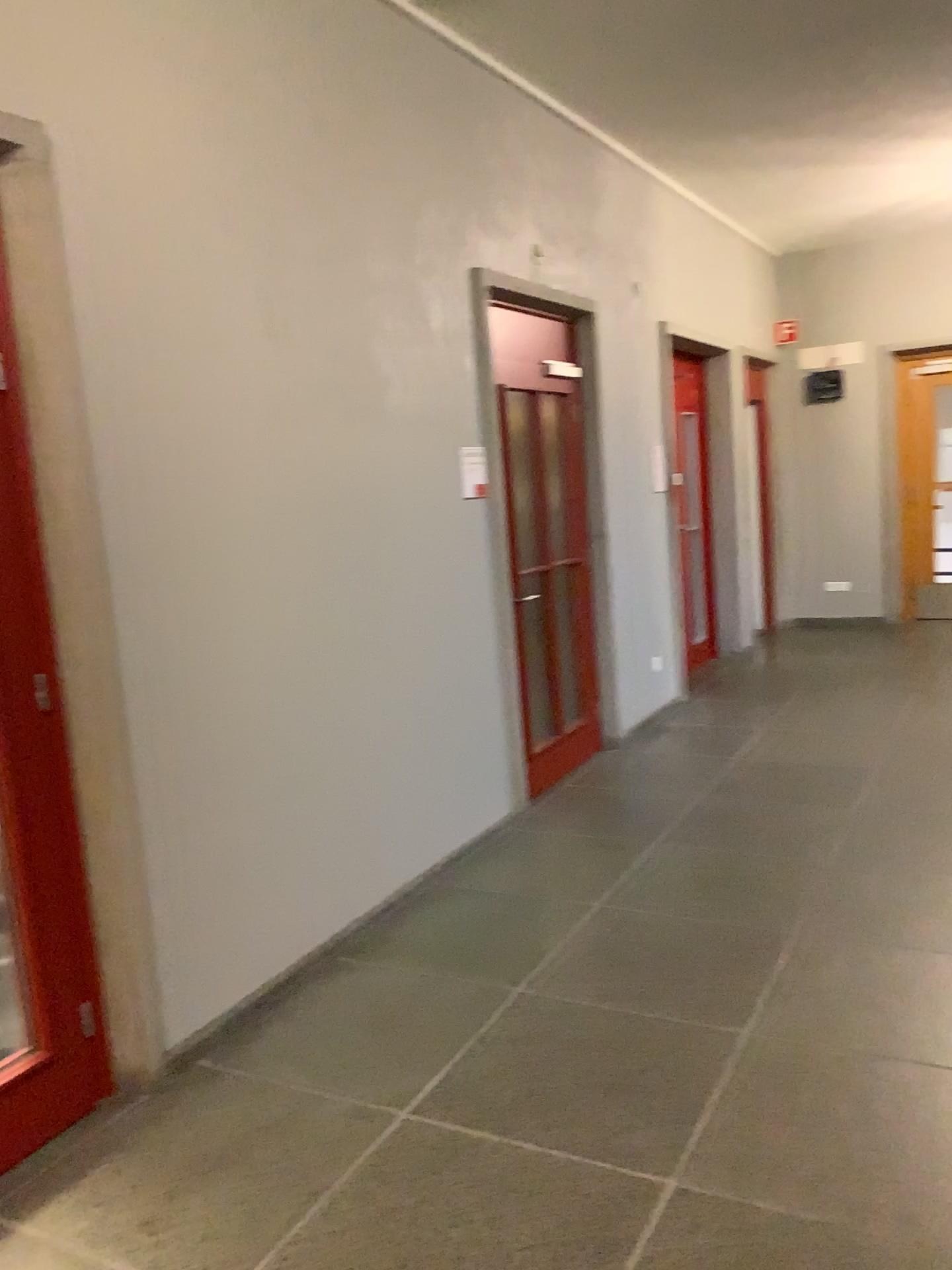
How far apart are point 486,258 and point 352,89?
1.11m

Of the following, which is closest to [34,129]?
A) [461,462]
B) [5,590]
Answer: [5,590]

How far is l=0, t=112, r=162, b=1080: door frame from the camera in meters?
2.5 m

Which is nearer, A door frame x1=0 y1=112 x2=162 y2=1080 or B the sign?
A door frame x1=0 y1=112 x2=162 y2=1080

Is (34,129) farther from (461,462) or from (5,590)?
(461,462)

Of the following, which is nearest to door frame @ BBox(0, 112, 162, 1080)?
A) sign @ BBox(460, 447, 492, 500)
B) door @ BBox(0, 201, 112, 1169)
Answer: door @ BBox(0, 201, 112, 1169)

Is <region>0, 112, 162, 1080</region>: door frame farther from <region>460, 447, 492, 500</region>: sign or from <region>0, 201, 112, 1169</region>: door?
<region>460, 447, 492, 500</region>: sign

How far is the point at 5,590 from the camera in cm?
254
